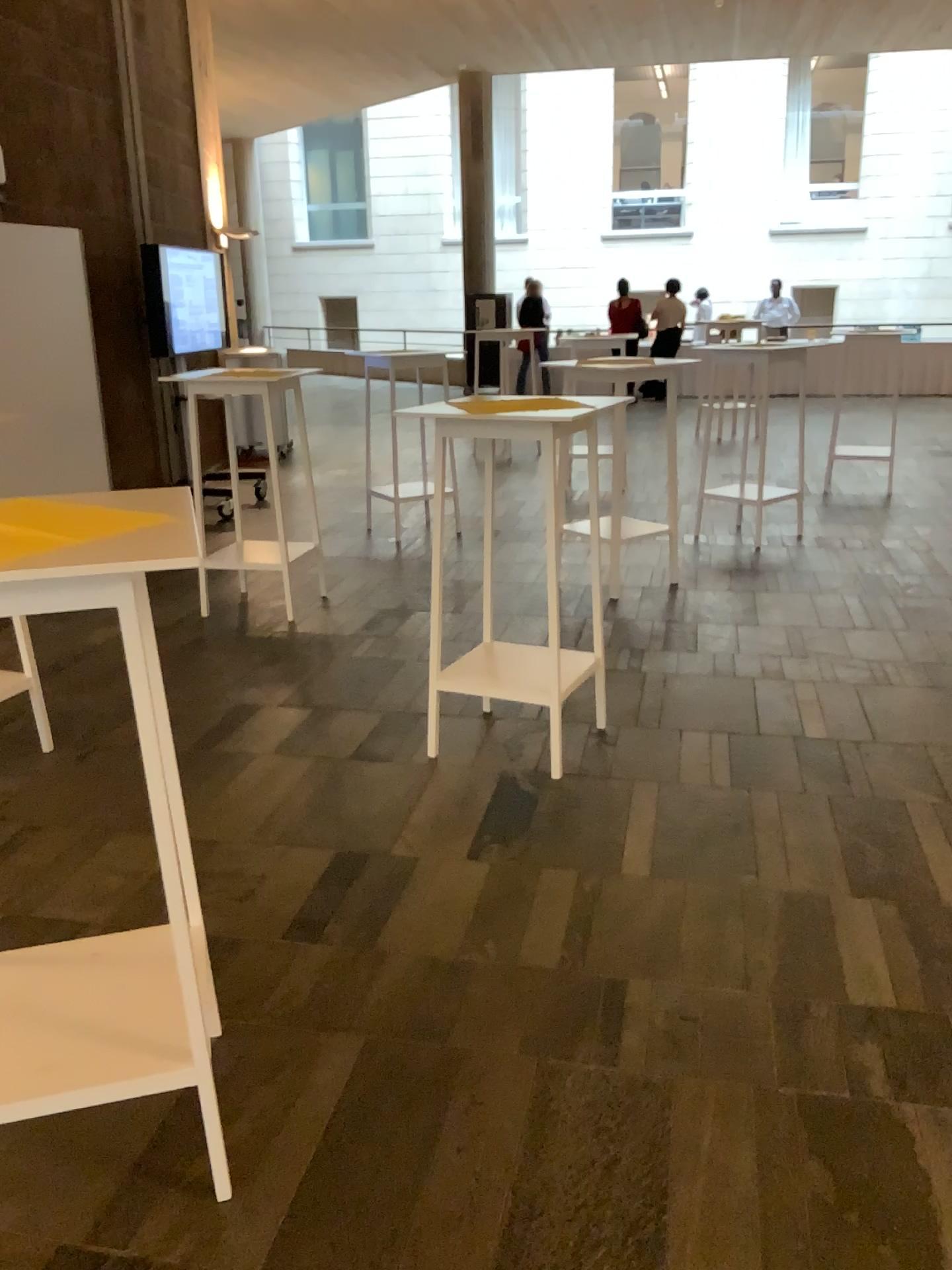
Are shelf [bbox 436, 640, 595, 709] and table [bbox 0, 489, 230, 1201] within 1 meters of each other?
no

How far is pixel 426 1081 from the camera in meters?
2.2 m

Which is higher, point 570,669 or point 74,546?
point 74,546

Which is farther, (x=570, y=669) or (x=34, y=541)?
(x=570, y=669)

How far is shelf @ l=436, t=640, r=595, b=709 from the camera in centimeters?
336cm

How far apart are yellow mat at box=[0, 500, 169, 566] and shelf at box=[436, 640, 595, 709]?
1.7m

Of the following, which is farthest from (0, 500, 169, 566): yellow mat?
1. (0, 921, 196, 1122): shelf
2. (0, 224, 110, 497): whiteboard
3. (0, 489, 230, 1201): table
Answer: (0, 224, 110, 497): whiteboard

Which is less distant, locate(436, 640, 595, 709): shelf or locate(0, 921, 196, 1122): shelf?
locate(0, 921, 196, 1122): shelf

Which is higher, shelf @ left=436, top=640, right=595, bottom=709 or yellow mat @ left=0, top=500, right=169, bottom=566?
yellow mat @ left=0, top=500, right=169, bottom=566

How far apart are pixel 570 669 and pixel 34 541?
2.0m
